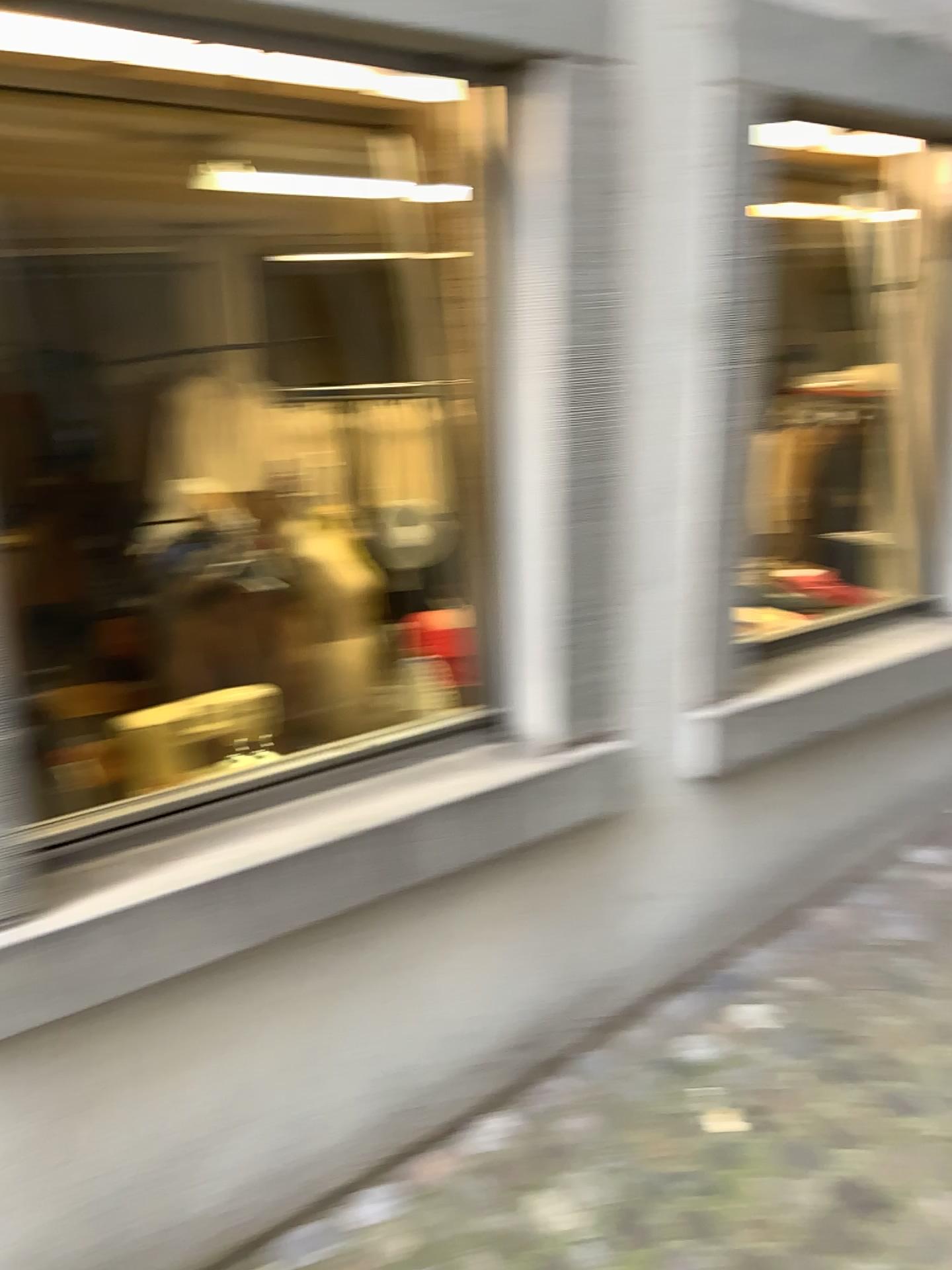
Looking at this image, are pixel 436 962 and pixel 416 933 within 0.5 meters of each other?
yes

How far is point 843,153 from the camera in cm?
275

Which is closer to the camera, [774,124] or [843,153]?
[774,124]

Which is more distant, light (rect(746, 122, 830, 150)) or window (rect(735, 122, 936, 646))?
window (rect(735, 122, 936, 646))

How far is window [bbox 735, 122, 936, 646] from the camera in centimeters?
275cm
